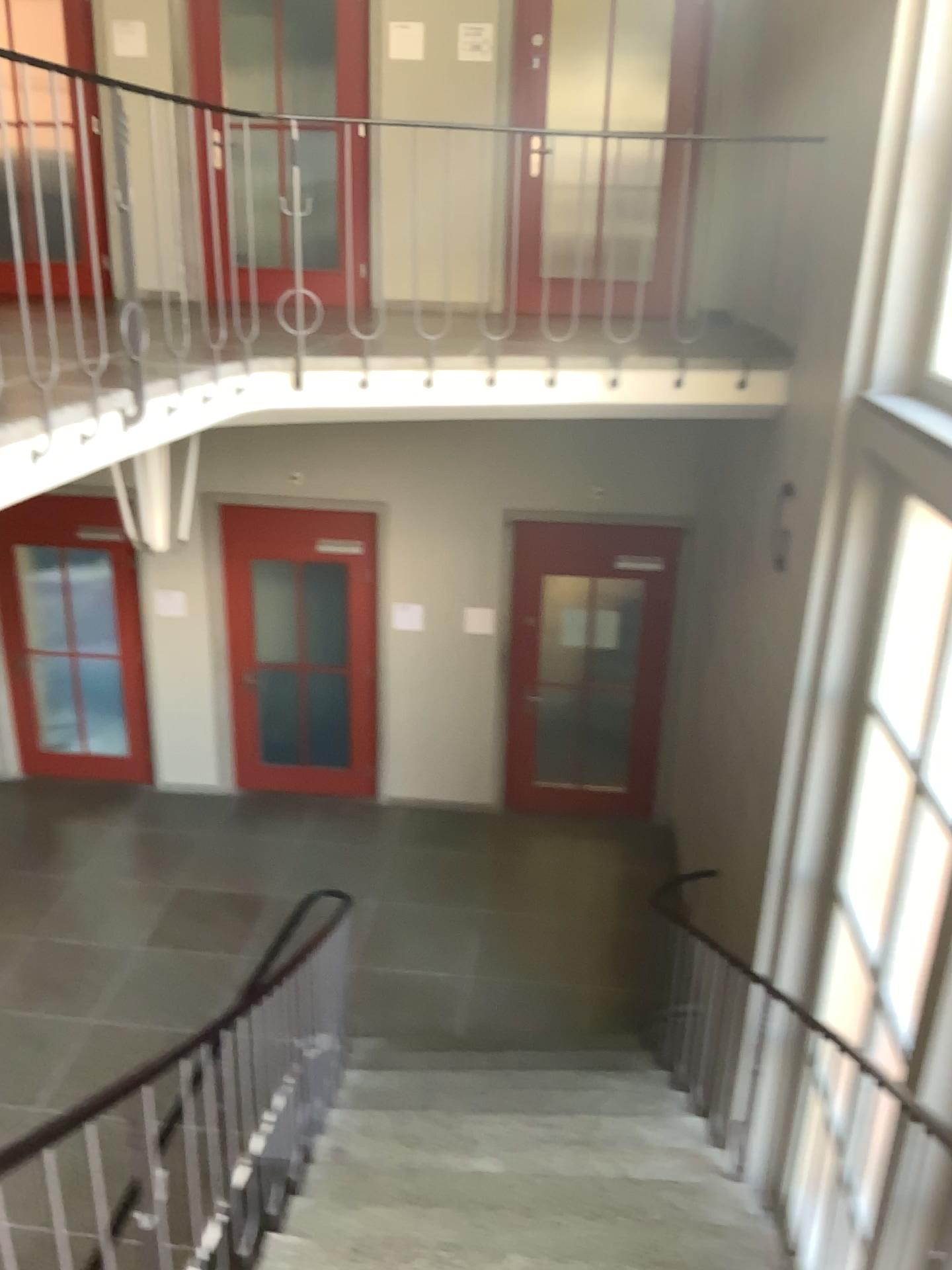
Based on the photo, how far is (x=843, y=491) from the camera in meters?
4.1 m
